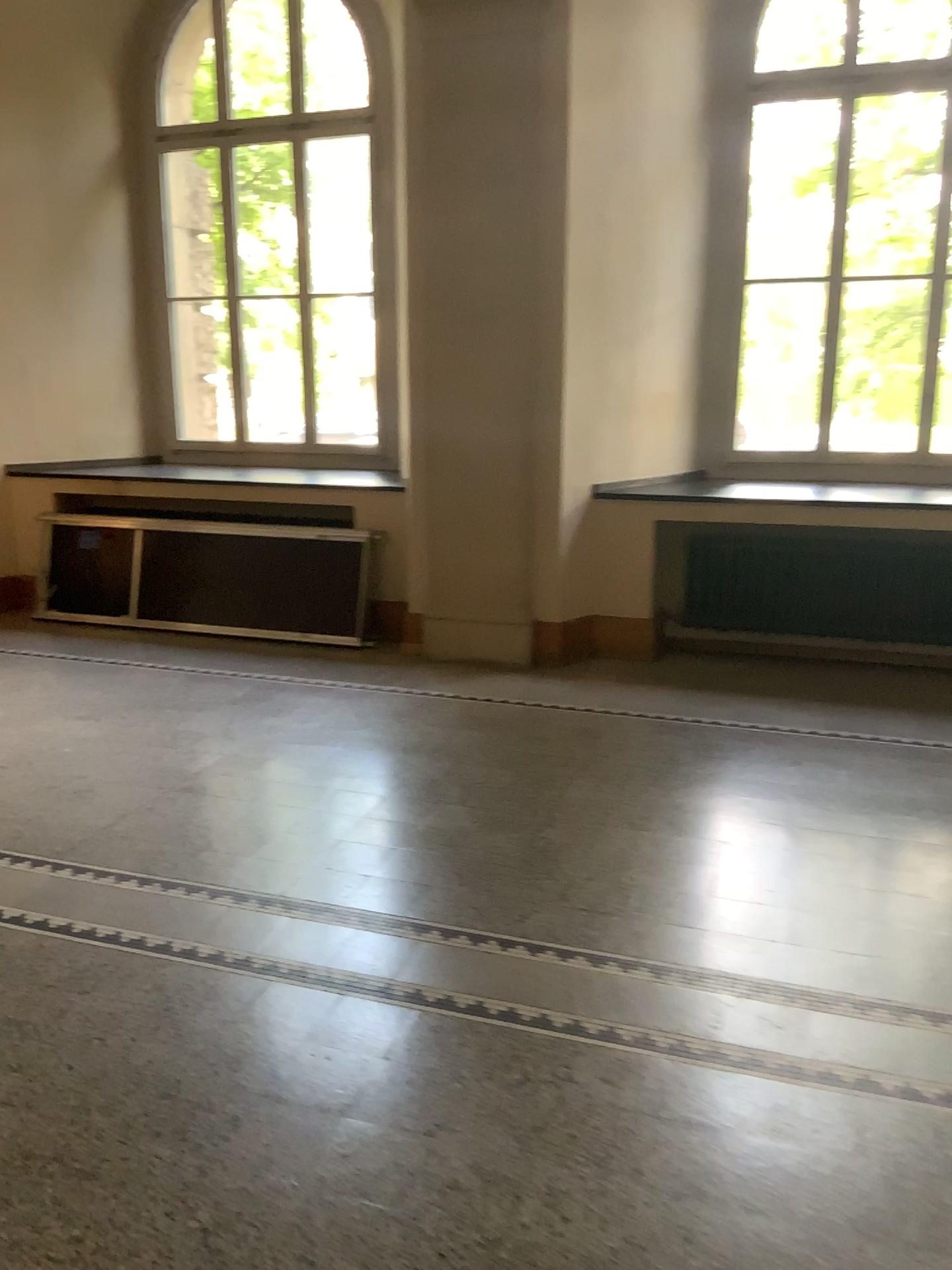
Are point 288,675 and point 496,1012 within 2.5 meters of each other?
no
